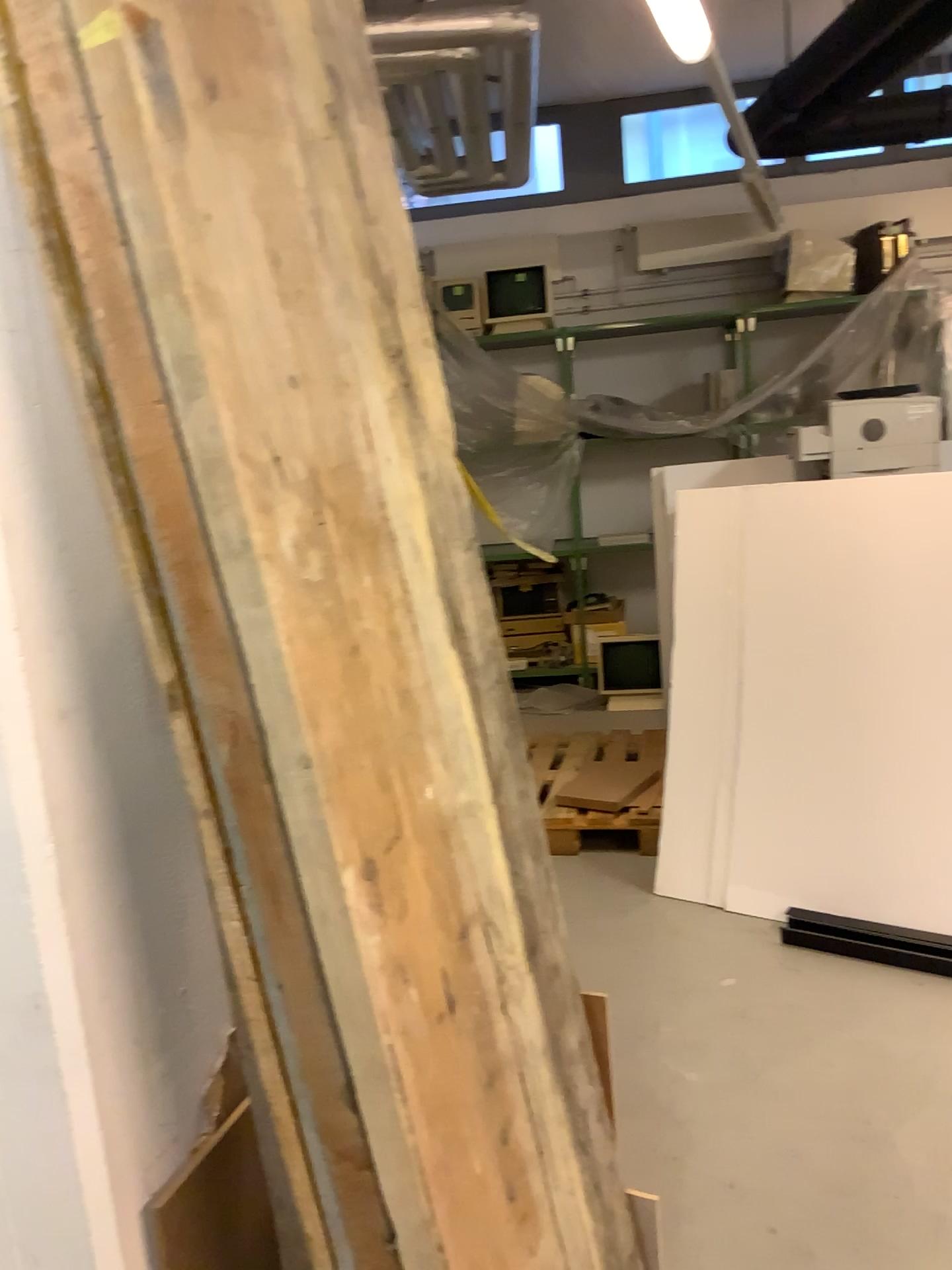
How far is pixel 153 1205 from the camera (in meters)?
1.30

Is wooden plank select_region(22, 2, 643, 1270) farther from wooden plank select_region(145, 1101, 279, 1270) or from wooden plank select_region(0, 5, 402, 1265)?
wooden plank select_region(145, 1101, 279, 1270)

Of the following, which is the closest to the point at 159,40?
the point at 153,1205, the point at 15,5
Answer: the point at 15,5

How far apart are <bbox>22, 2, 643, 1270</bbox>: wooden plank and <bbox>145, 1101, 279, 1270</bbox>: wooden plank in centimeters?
36cm

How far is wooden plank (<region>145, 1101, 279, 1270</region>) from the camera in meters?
1.3 m

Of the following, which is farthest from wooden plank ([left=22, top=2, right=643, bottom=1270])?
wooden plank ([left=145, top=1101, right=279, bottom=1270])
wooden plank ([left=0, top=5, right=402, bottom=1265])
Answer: wooden plank ([left=145, top=1101, right=279, bottom=1270])

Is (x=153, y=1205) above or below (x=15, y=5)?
below

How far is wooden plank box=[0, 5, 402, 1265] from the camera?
0.96m

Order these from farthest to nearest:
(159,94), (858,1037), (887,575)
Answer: (887,575)
(858,1037)
(159,94)

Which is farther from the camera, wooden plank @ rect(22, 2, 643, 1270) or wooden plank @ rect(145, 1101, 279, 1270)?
wooden plank @ rect(145, 1101, 279, 1270)
